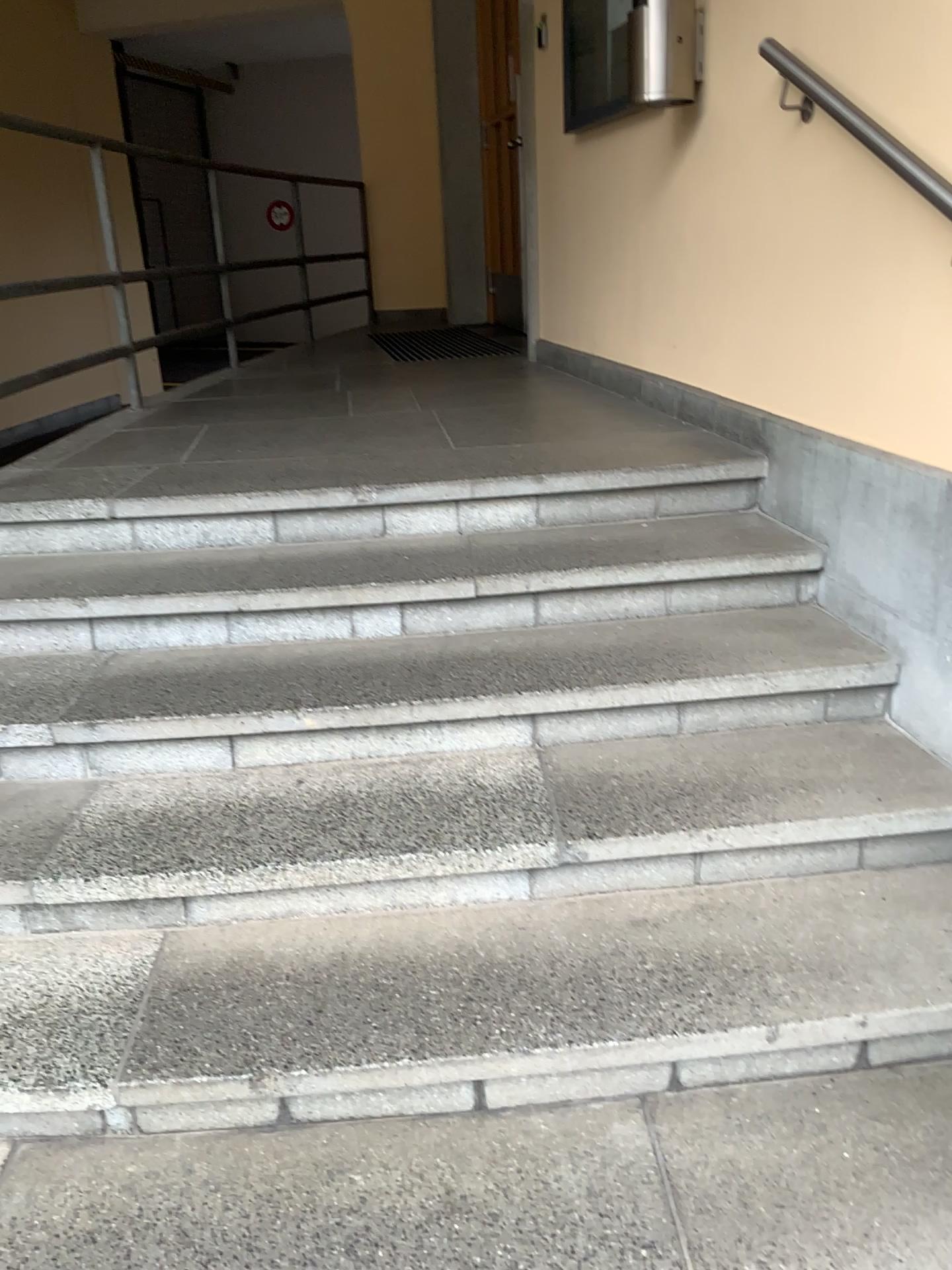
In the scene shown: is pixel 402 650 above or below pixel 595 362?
below

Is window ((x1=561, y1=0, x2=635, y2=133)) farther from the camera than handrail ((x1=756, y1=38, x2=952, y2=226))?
Yes

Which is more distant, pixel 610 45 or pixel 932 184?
pixel 610 45

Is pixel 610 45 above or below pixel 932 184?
above
